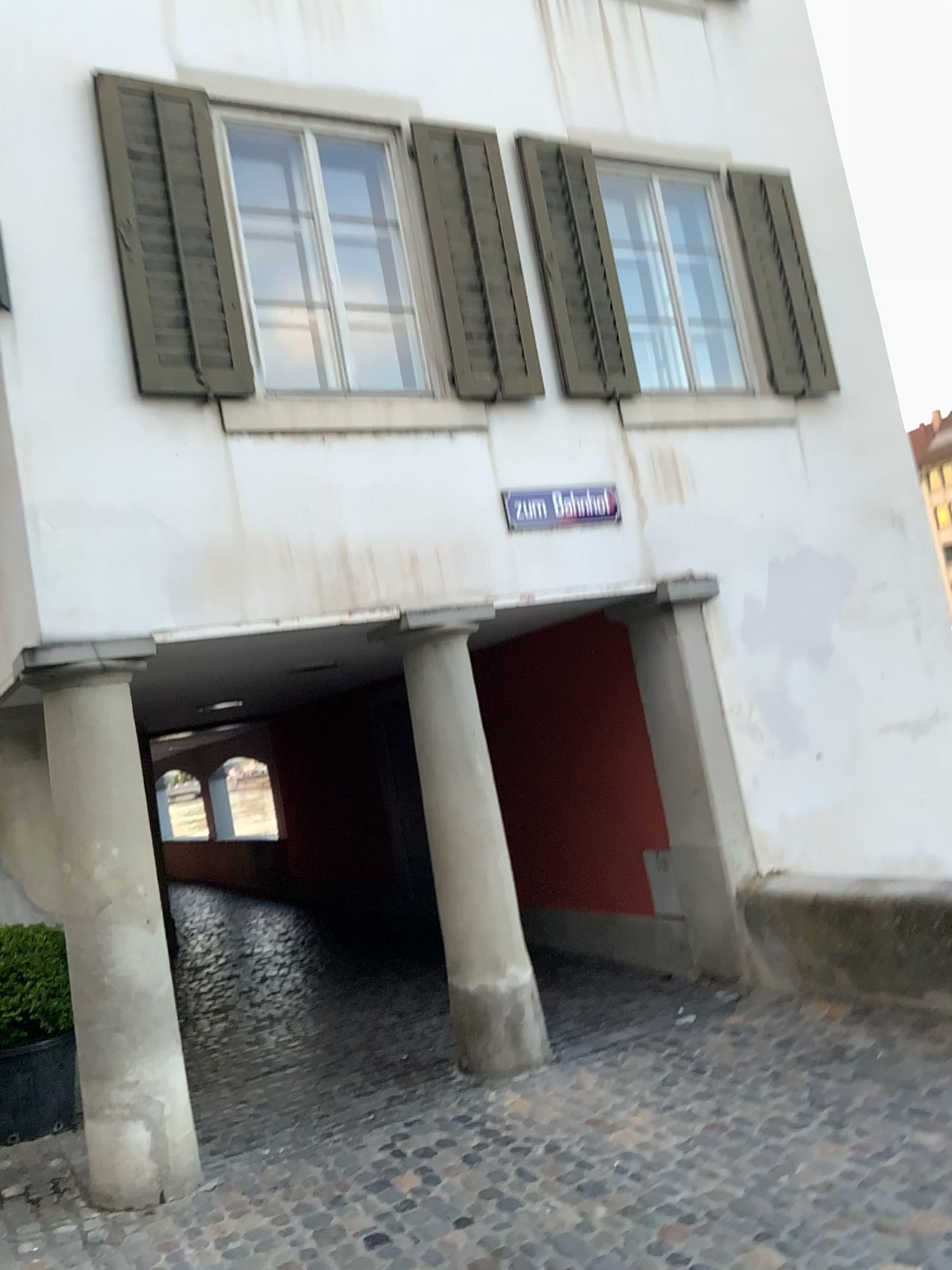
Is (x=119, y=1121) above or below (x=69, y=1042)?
below

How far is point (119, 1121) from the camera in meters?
4.1 m

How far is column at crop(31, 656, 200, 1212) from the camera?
4.12m

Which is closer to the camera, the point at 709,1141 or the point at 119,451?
the point at 709,1141
